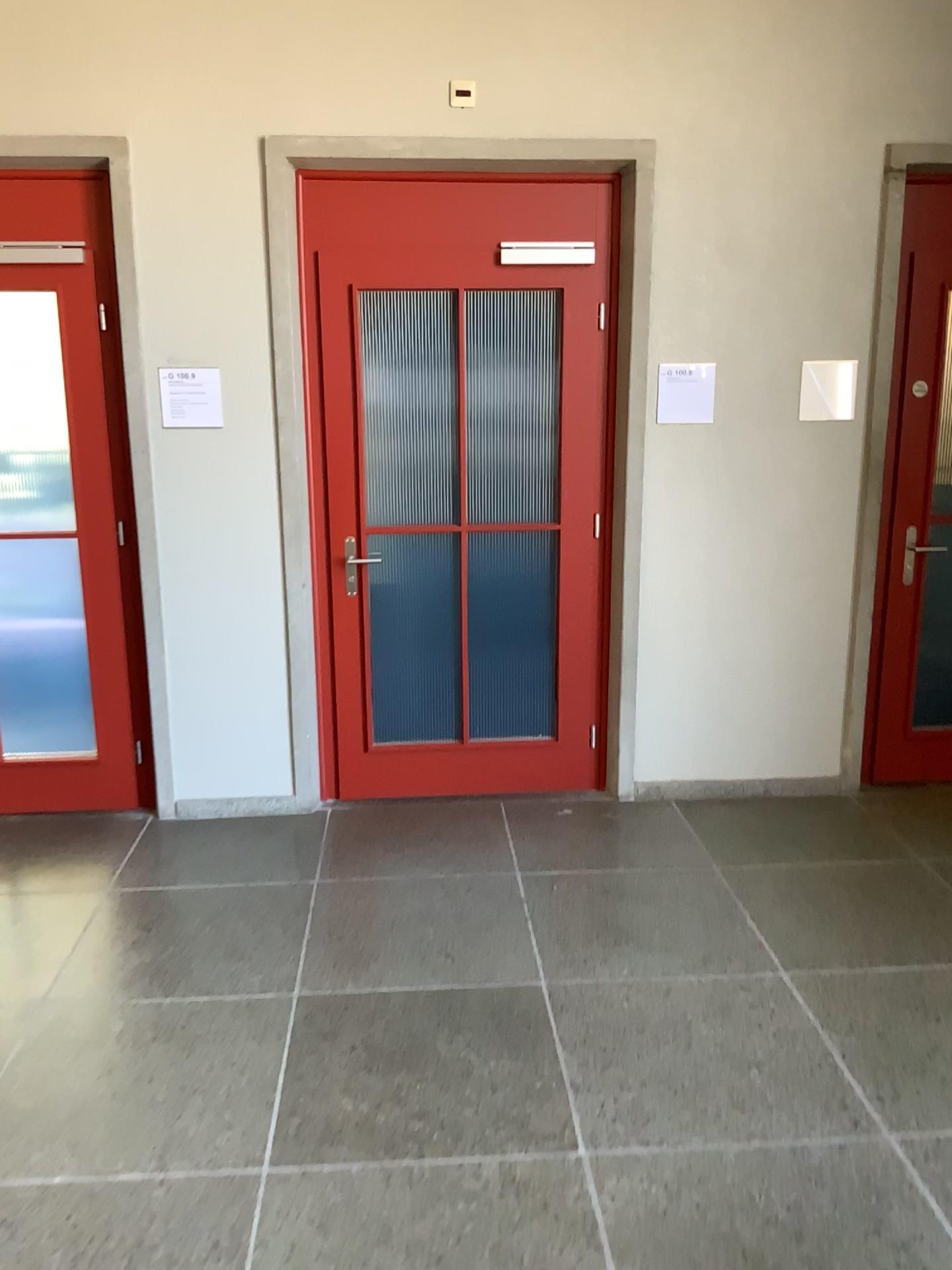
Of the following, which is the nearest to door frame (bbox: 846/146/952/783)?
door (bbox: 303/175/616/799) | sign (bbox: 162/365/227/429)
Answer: door (bbox: 303/175/616/799)

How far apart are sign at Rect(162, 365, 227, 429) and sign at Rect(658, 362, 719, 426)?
1.66m

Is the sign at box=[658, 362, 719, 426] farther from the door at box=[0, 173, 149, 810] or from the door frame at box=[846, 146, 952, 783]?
the door at box=[0, 173, 149, 810]

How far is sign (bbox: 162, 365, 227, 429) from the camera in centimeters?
381cm

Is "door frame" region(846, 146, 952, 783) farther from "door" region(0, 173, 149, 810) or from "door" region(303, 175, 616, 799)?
"door" region(0, 173, 149, 810)

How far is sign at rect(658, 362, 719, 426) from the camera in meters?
3.9 m

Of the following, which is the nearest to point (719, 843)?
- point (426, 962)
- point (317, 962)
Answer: point (426, 962)

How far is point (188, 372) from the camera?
3.8 meters

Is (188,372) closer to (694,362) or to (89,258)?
(89,258)

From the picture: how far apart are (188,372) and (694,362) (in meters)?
1.86
